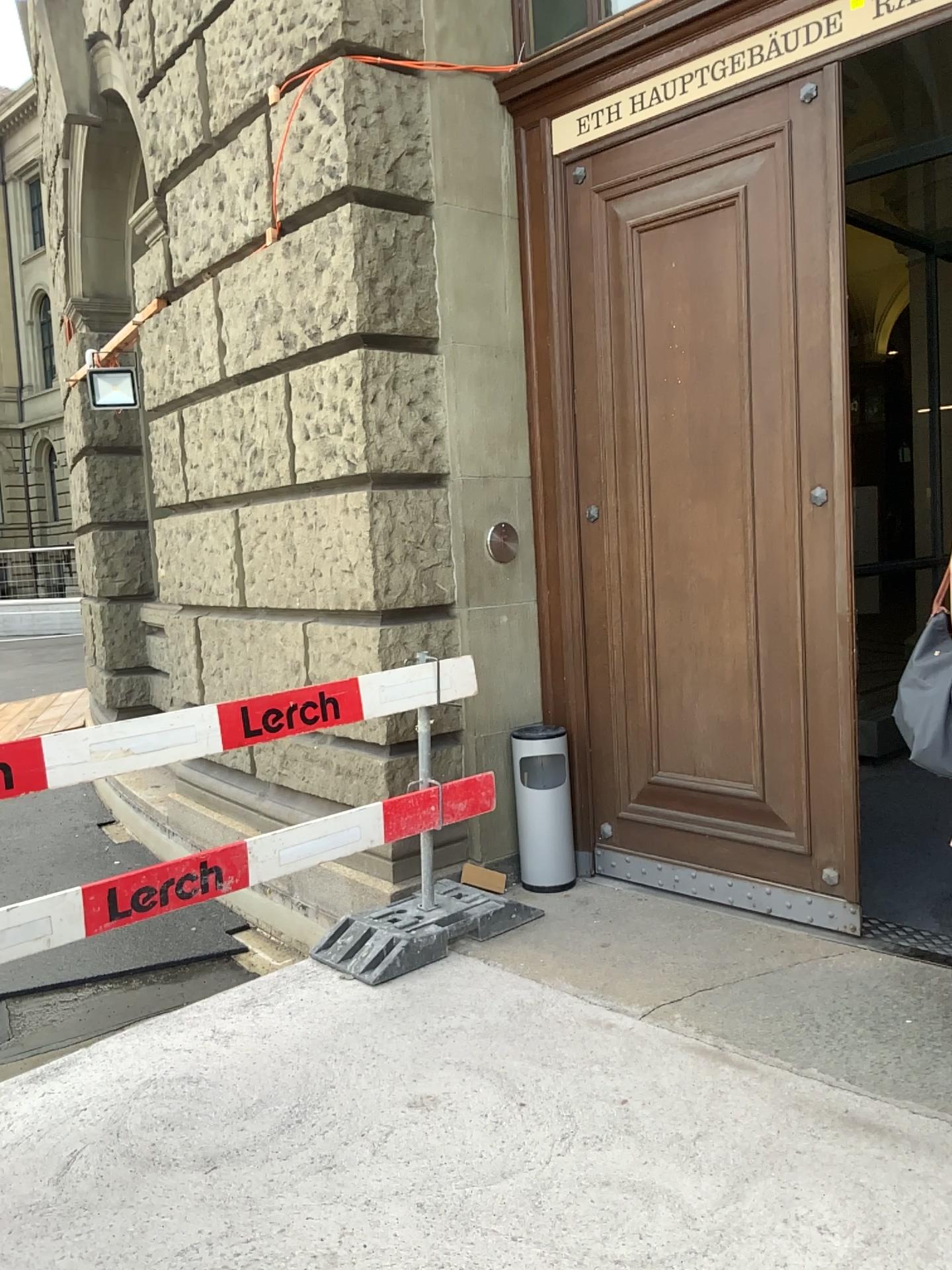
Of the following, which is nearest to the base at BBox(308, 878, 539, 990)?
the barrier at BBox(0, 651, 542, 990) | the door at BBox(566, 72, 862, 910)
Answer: the barrier at BBox(0, 651, 542, 990)

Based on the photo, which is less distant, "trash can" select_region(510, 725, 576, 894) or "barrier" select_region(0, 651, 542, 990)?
"barrier" select_region(0, 651, 542, 990)

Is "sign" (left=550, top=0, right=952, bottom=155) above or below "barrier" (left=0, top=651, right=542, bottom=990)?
above

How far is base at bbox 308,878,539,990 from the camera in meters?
3.5 m

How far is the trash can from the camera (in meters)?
4.14

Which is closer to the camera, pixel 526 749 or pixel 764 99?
pixel 764 99

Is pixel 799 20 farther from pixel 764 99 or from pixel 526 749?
pixel 526 749

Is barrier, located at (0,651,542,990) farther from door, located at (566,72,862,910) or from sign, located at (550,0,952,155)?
sign, located at (550,0,952,155)

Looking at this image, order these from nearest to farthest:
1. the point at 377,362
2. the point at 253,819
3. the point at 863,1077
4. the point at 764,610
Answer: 1. the point at 863,1077
2. the point at 764,610
3. the point at 377,362
4. the point at 253,819

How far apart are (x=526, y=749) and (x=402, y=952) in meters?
1.0
